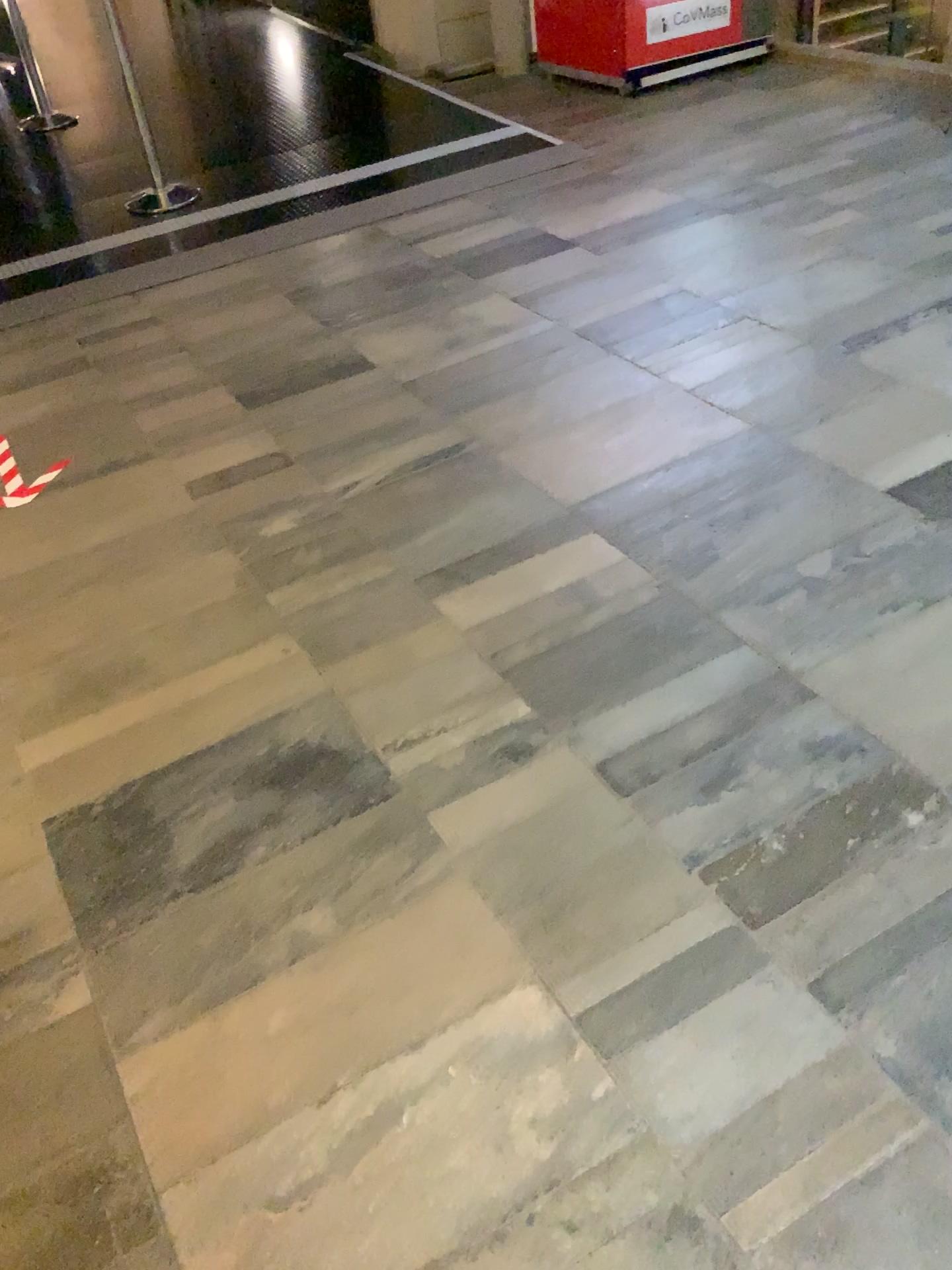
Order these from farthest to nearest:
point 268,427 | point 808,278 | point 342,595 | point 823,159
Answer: point 823,159
point 808,278
point 268,427
point 342,595
